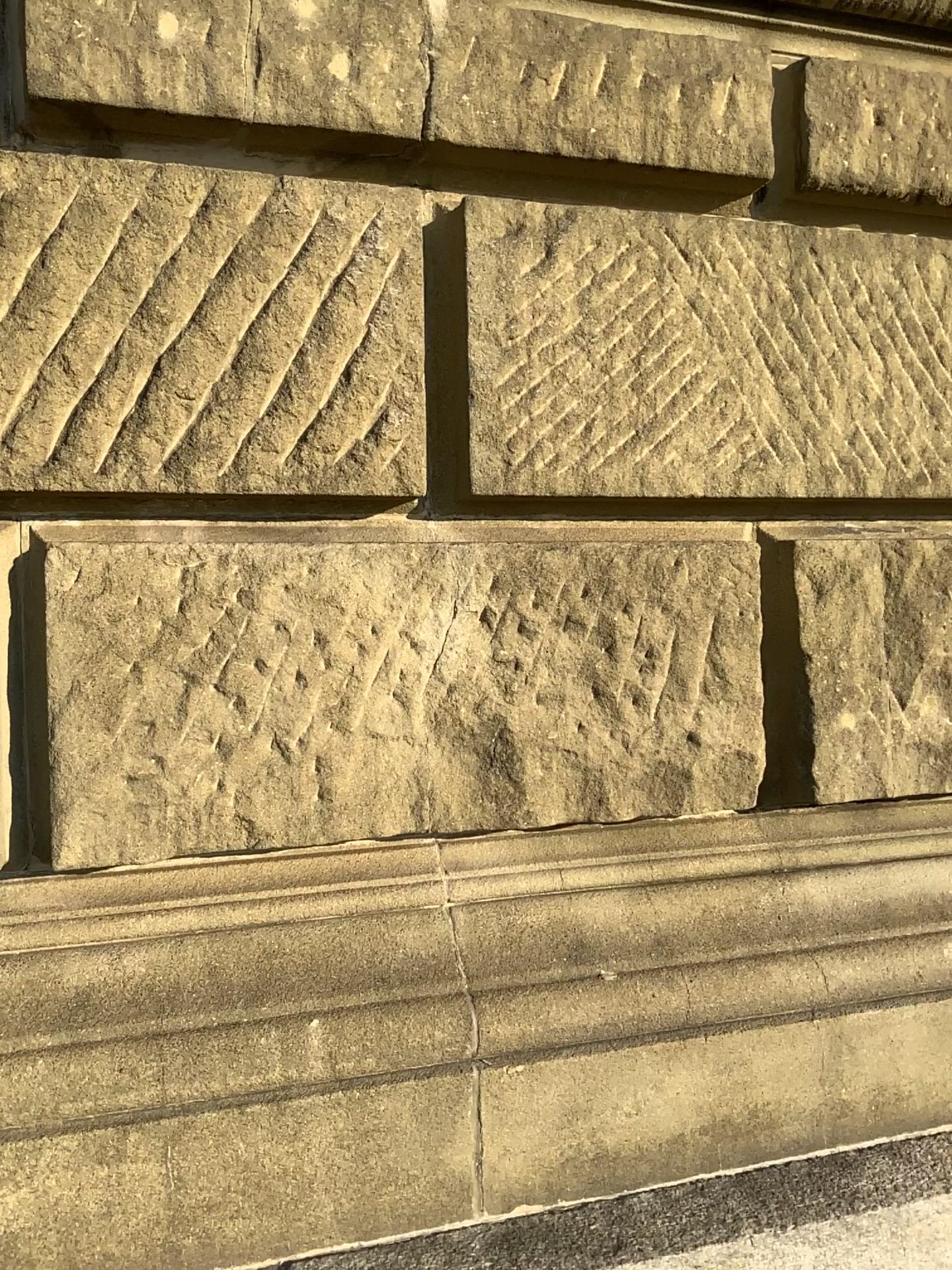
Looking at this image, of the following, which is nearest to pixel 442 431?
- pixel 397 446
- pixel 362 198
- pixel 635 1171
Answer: pixel 397 446

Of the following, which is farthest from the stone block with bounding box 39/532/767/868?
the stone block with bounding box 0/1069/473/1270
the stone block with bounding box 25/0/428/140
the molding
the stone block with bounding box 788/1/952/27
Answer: the stone block with bounding box 788/1/952/27

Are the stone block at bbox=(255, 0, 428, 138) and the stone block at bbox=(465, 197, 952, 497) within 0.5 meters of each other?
yes

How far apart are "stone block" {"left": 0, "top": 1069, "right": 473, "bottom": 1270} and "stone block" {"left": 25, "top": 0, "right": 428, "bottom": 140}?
1.3 meters

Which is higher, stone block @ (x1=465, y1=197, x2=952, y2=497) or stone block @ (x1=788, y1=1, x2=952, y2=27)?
stone block @ (x1=788, y1=1, x2=952, y2=27)

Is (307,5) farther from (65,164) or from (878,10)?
(878,10)

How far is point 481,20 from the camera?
1.5m

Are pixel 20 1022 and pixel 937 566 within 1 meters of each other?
no

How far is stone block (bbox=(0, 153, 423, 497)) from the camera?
1.4m

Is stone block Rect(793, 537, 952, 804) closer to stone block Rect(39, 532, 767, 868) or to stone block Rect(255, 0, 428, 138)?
stone block Rect(39, 532, 767, 868)
